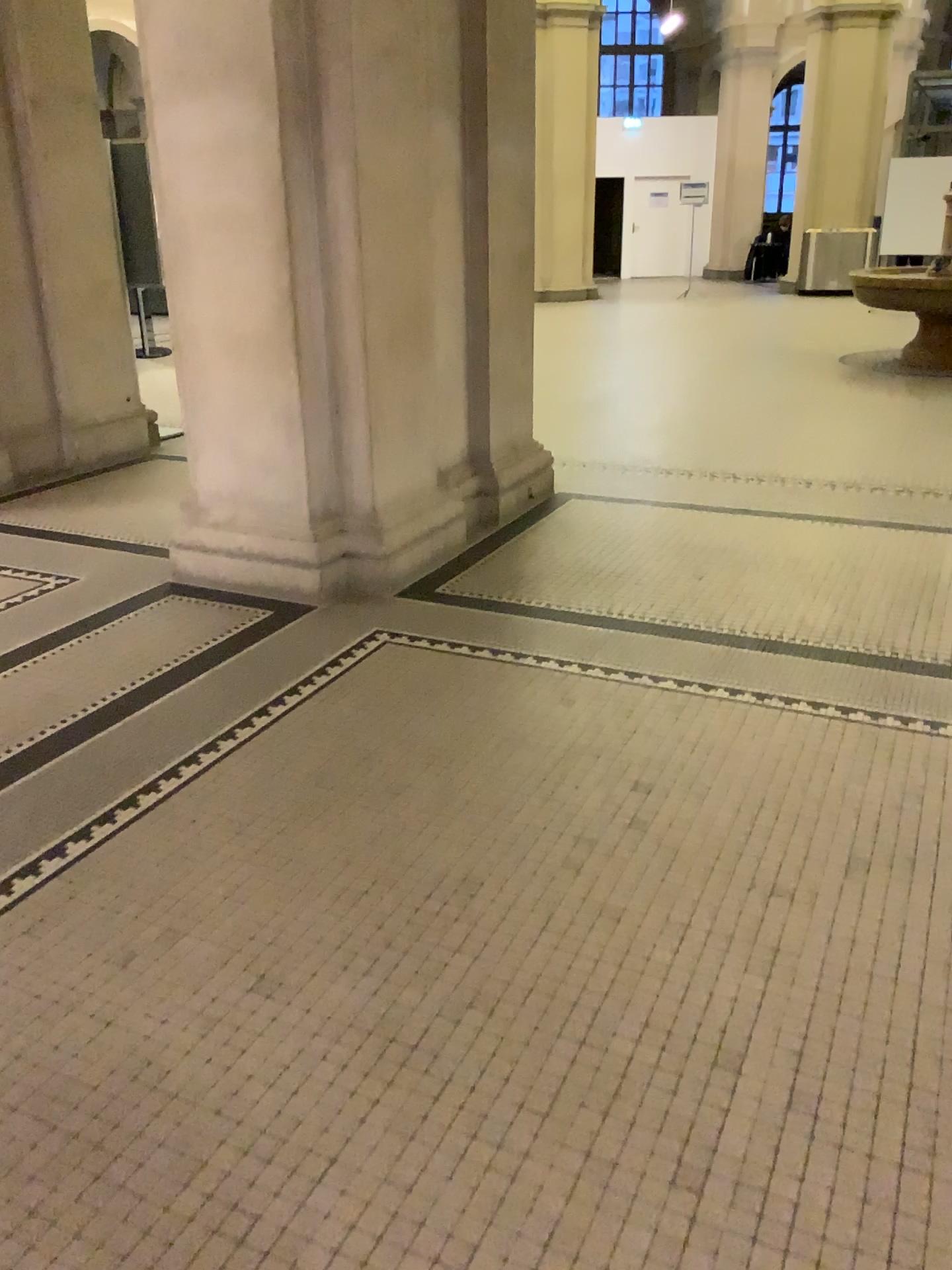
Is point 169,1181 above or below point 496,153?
below
